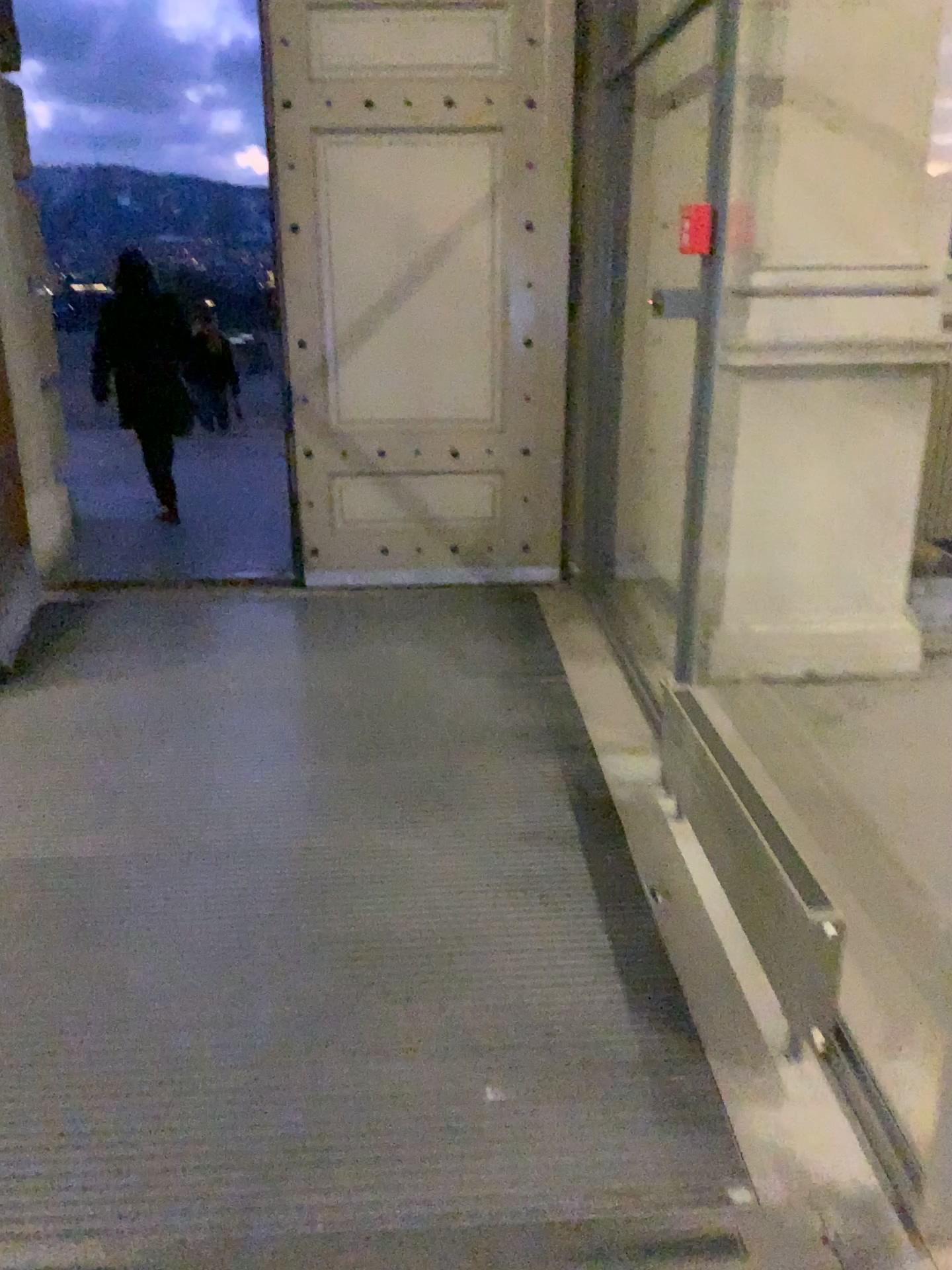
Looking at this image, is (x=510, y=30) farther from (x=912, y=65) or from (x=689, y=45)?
(x=912, y=65)

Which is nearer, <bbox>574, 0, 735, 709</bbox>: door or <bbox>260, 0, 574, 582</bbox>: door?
<bbox>574, 0, 735, 709</bbox>: door

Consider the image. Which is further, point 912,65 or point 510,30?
point 510,30

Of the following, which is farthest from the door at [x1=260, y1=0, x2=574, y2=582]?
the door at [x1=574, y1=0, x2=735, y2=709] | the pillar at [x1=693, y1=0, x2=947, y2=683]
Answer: the pillar at [x1=693, y1=0, x2=947, y2=683]

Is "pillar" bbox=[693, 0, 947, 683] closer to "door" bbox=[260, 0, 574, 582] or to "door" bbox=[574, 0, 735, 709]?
"door" bbox=[574, 0, 735, 709]

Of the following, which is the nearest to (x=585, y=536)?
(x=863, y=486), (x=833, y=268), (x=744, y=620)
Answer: (x=744, y=620)

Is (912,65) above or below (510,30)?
below

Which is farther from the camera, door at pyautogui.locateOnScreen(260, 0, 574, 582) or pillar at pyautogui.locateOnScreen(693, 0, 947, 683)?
door at pyautogui.locateOnScreen(260, 0, 574, 582)
